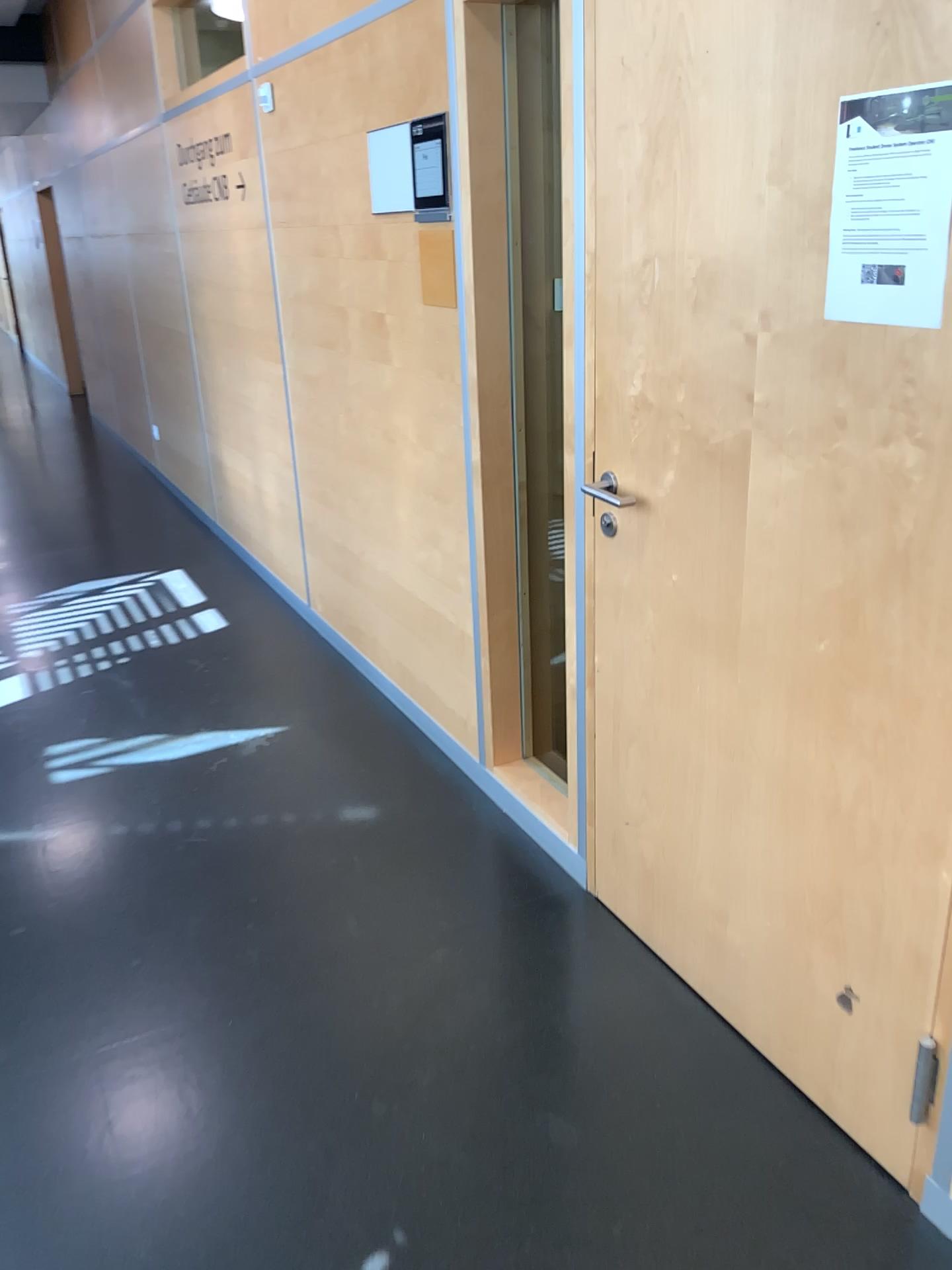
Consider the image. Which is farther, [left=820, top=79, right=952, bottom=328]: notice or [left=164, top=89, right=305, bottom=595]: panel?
[left=164, top=89, right=305, bottom=595]: panel

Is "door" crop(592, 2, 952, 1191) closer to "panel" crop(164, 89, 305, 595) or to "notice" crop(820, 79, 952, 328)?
"notice" crop(820, 79, 952, 328)

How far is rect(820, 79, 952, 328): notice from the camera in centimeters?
135cm

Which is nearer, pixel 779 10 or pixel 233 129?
pixel 779 10

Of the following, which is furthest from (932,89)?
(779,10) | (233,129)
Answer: (233,129)

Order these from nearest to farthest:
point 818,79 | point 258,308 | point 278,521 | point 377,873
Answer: point 818,79
point 377,873
point 258,308
point 278,521

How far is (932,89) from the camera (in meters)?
1.35

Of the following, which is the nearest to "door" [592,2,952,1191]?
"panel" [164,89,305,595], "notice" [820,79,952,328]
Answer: "notice" [820,79,952,328]
